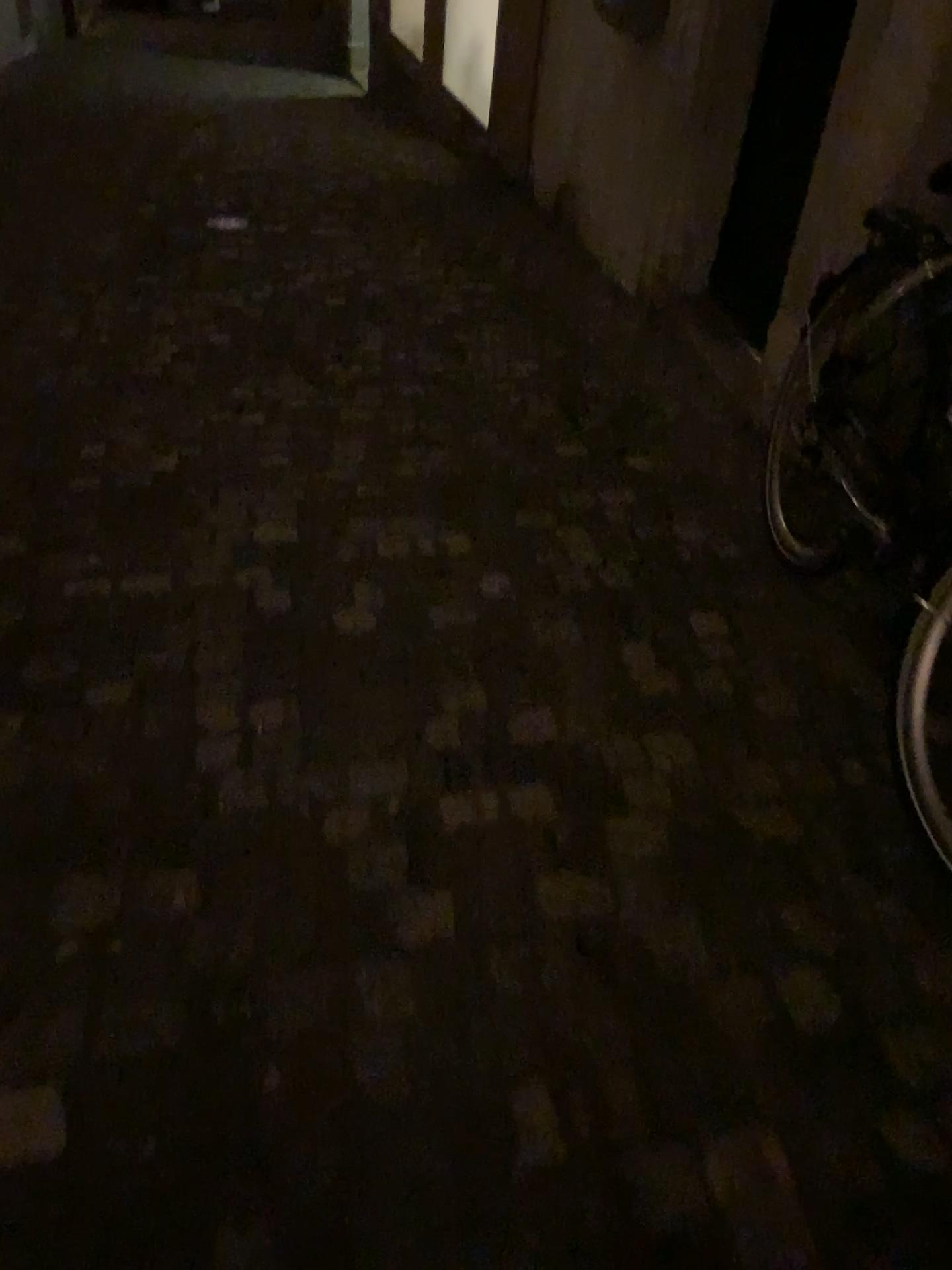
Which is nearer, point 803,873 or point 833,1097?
point 833,1097

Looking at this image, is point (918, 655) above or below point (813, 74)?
below

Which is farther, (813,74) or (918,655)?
(813,74)

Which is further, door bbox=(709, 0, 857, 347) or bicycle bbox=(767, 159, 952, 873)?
door bbox=(709, 0, 857, 347)
